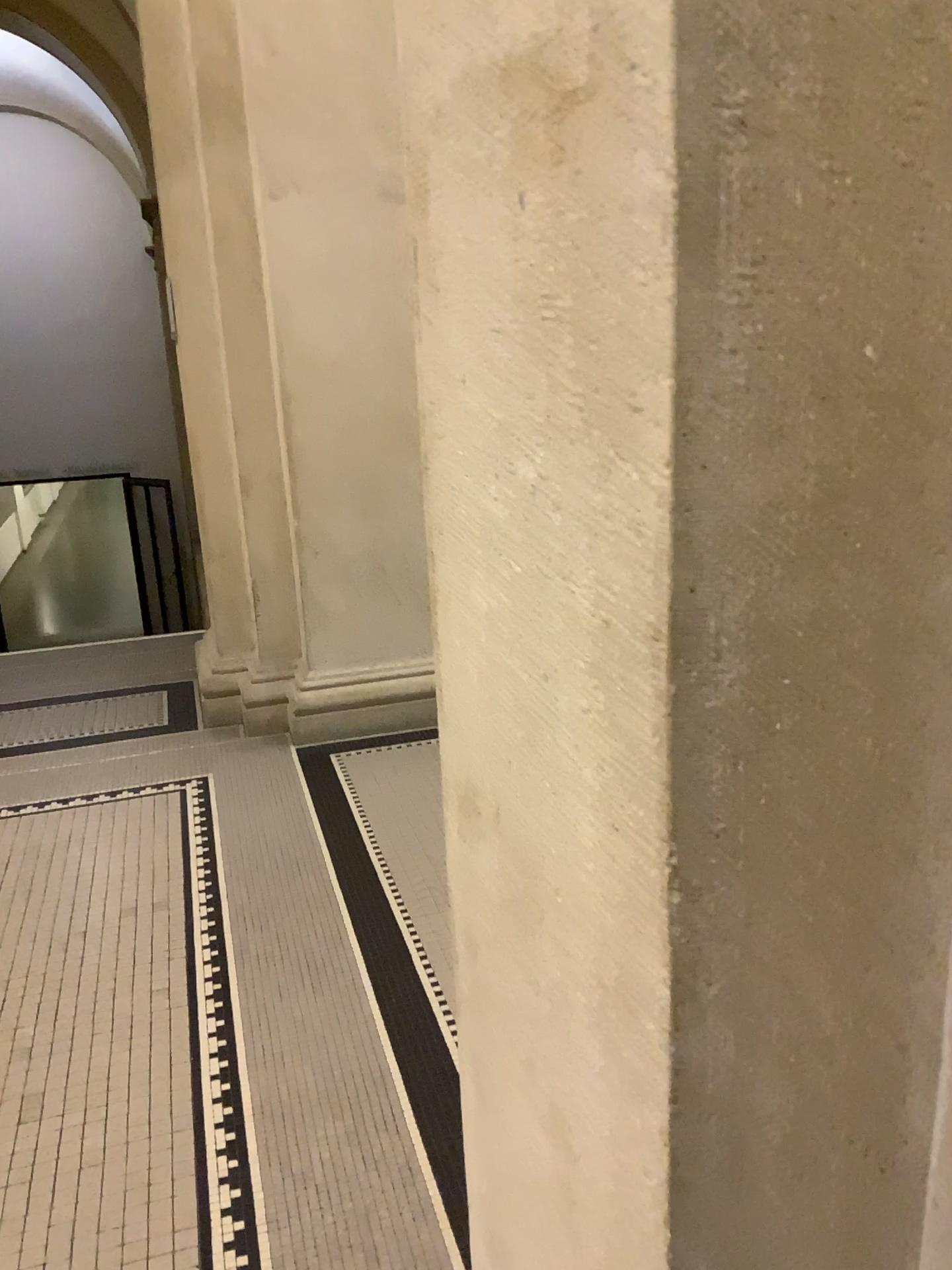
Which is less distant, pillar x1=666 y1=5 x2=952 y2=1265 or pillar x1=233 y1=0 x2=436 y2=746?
pillar x1=666 y1=5 x2=952 y2=1265

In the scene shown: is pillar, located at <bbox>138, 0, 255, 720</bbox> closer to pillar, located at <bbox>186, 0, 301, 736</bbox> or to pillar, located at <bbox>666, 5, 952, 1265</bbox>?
pillar, located at <bbox>186, 0, 301, 736</bbox>

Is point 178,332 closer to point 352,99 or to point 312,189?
point 312,189

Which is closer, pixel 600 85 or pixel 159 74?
pixel 600 85

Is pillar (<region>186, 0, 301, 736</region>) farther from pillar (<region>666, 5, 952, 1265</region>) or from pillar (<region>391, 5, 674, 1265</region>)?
pillar (<region>666, 5, 952, 1265</region>)

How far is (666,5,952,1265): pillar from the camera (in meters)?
0.48

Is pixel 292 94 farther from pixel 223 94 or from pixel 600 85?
pixel 600 85

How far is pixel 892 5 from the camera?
0.5 meters

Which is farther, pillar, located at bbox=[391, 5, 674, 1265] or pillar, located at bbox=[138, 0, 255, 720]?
pillar, located at bbox=[138, 0, 255, 720]

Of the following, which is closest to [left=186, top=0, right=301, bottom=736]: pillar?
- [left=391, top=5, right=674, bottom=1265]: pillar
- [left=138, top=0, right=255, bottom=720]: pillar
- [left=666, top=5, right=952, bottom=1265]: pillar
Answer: [left=138, top=0, right=255, bottom=720]: pillar
